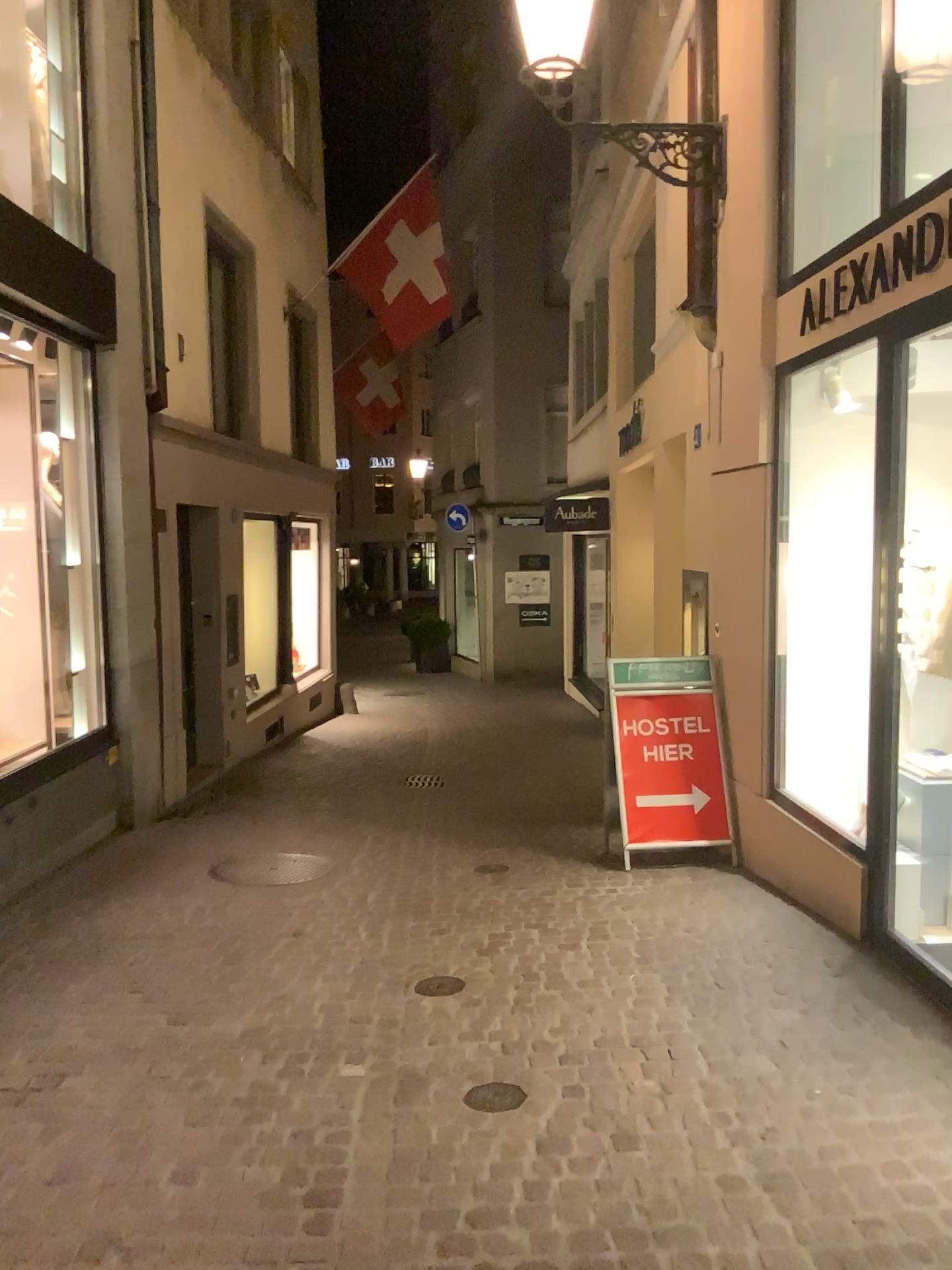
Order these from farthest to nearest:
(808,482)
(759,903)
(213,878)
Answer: (213,878), (759,903), (808,482)

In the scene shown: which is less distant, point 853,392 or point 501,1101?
point 501,1101

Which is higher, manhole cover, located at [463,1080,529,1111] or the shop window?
the shop window

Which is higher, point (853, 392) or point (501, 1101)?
point (853, 392)

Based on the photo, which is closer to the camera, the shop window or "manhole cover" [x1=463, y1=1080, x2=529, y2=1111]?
"manhole cover" [x1=463, y1=1080, x2=529, y2=1111]
